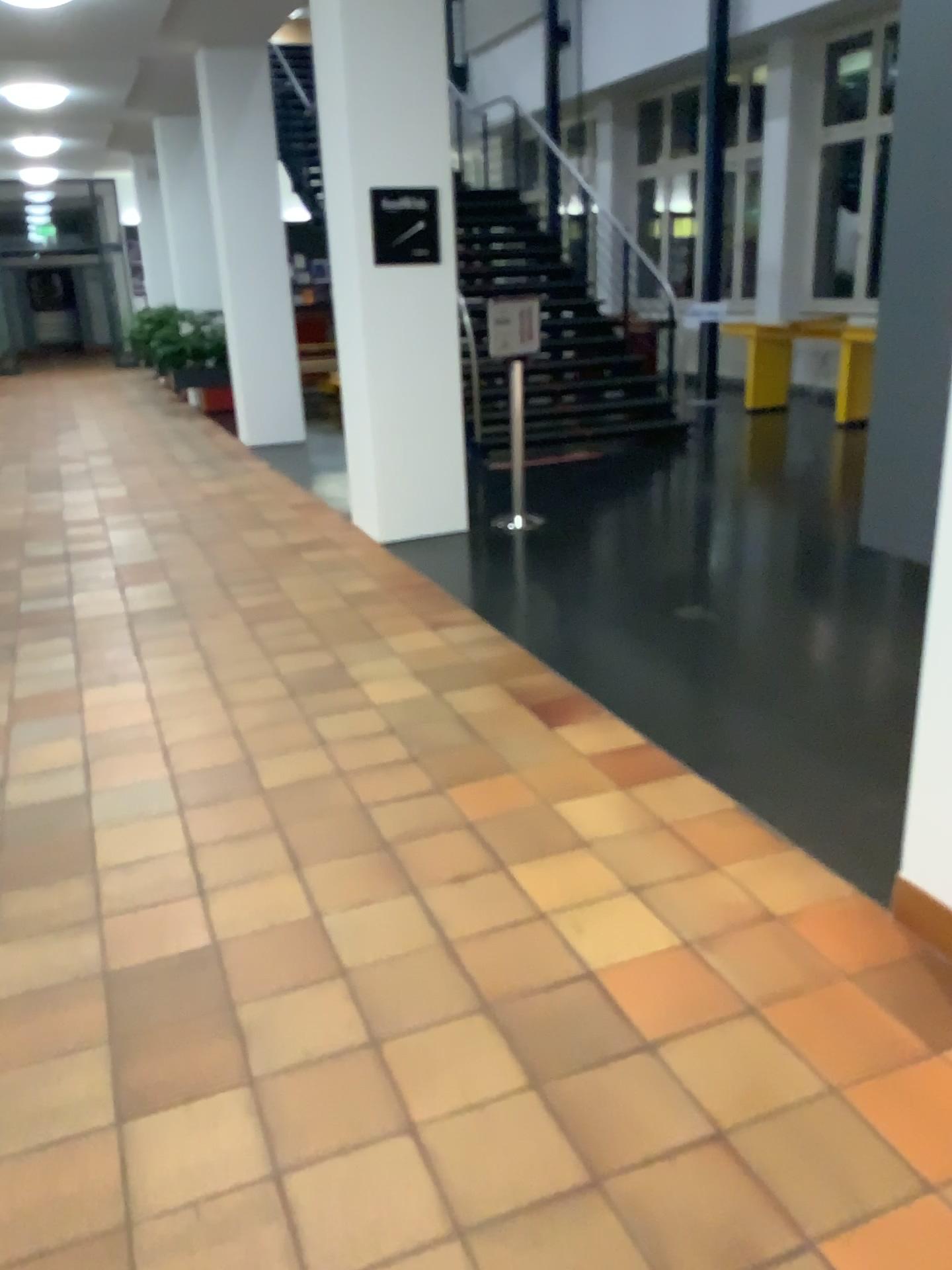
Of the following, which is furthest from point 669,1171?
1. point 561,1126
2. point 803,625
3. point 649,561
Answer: point 649,561
